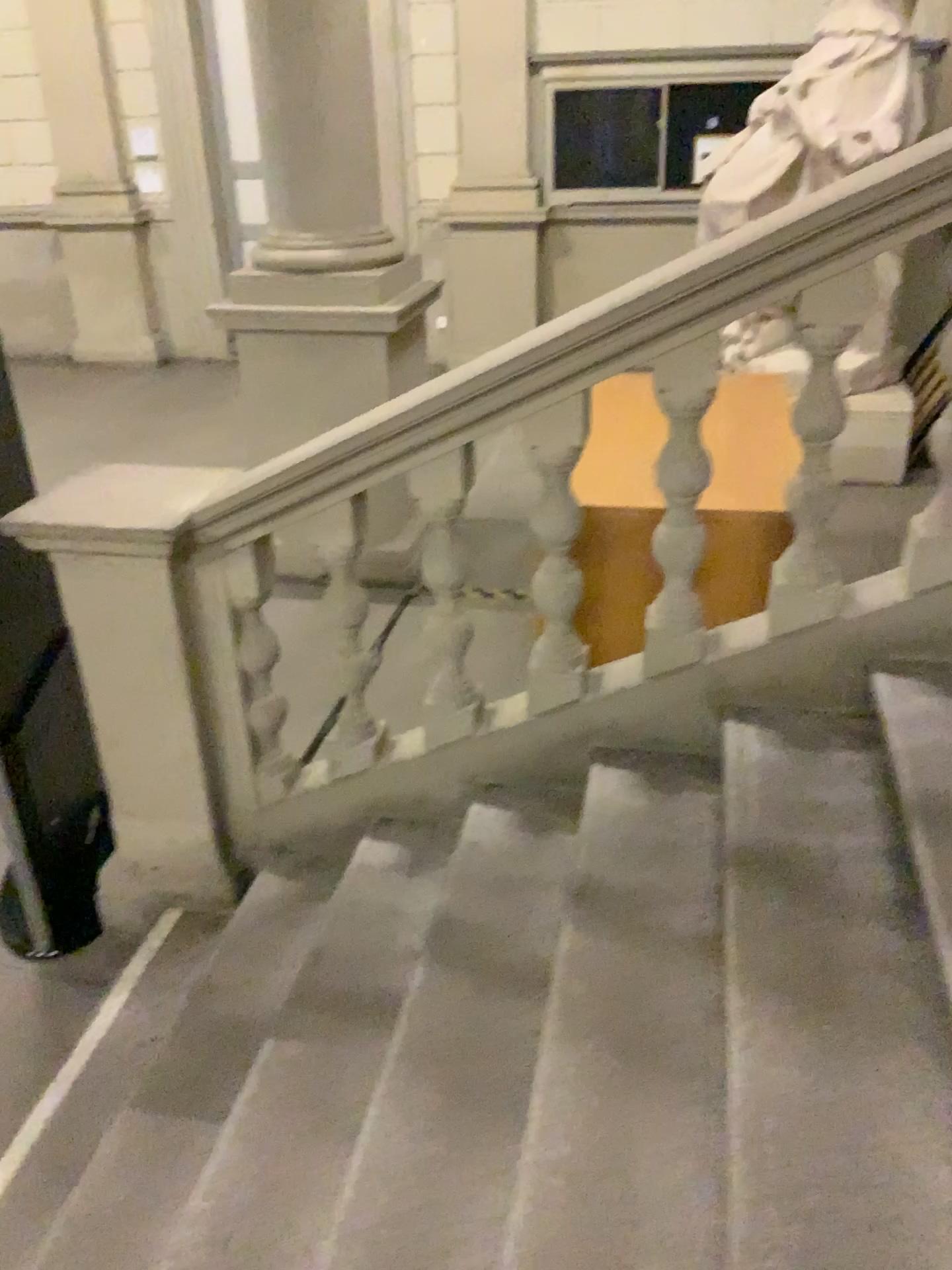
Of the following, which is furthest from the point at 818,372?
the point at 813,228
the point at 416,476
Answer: the point at 416,476

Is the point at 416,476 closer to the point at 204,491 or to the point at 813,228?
the point at 204,491

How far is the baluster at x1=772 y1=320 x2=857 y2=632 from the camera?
2.1 meters

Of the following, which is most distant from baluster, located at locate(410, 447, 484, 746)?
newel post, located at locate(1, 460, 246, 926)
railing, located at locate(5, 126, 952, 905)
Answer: newel post, located at locate(1, 460, 246, 926)

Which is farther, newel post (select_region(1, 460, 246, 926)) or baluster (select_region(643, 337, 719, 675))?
newel post (select_region(1, 460, 246, 926))

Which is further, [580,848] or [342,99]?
[342,99]

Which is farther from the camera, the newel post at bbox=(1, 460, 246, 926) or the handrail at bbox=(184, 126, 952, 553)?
the newel post at bbox=(1, 460, 246, 926)

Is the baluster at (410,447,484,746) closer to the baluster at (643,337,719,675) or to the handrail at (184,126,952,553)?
the handrail at (184,126,952,553)

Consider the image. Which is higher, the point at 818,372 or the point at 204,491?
the point at 818,372

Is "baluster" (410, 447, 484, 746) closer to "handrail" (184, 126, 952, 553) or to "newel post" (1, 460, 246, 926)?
"handrail" (184, 126, 952, 553)
